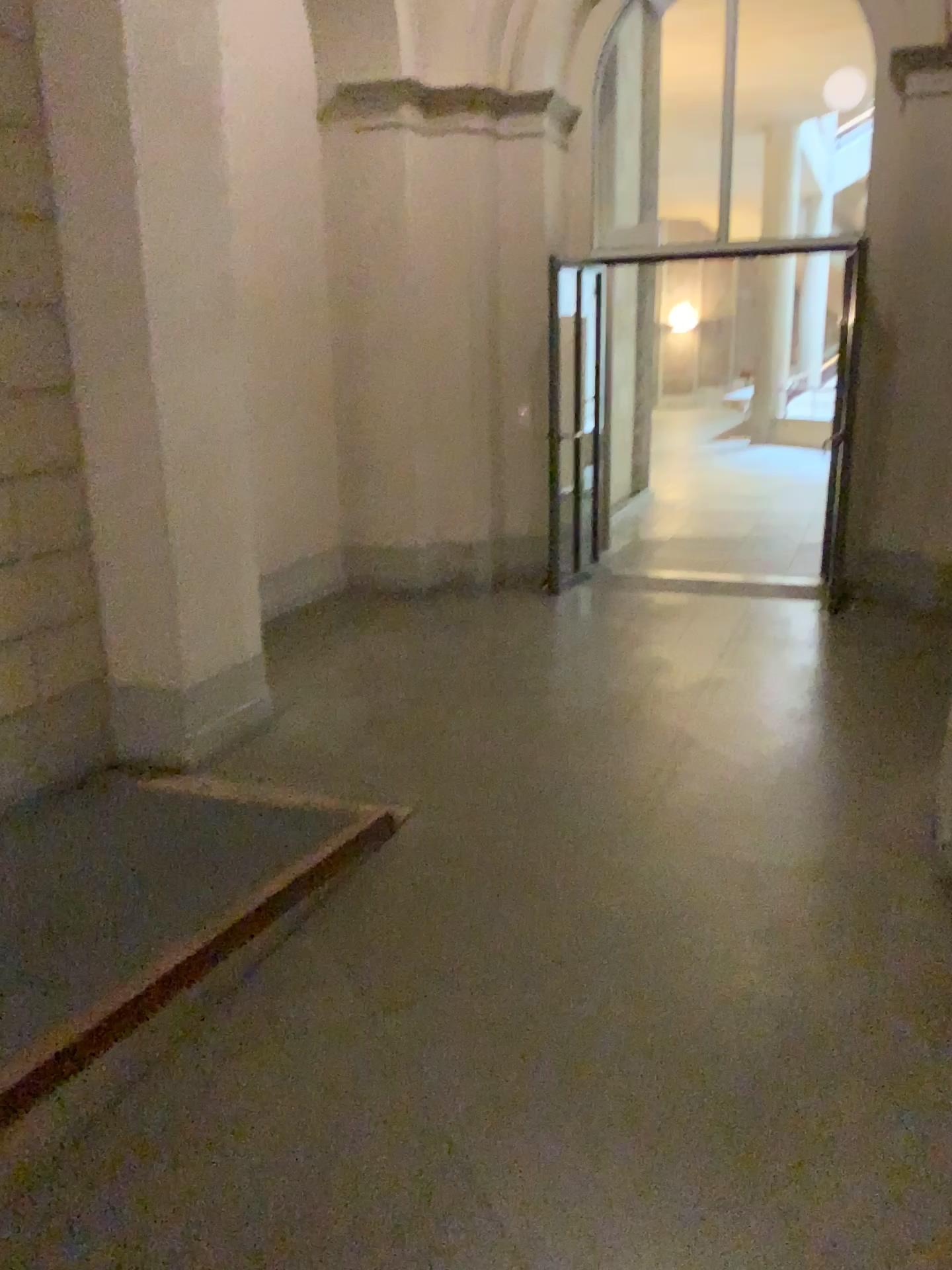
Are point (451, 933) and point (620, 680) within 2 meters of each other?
no
